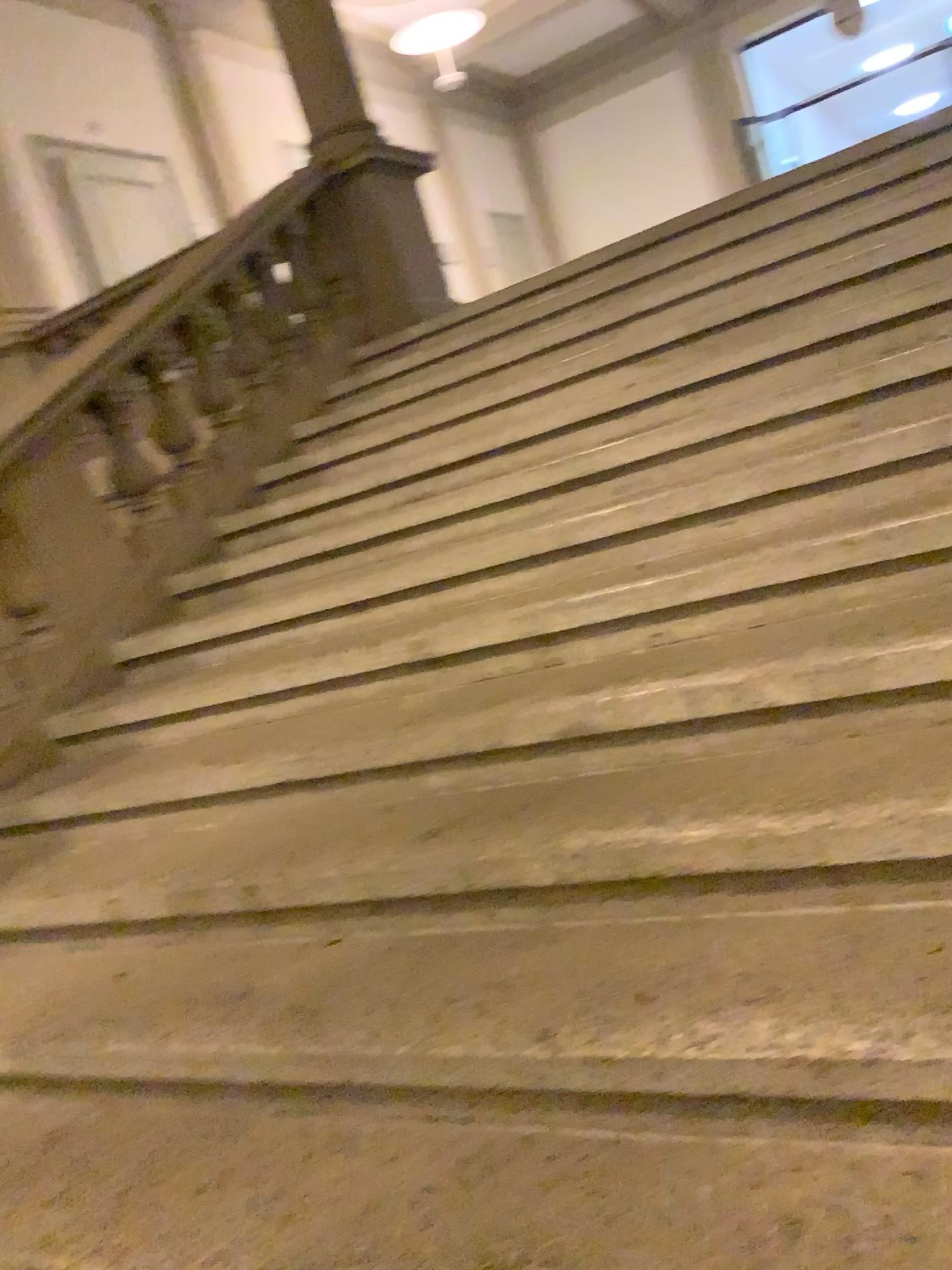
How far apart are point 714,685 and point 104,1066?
1.39m

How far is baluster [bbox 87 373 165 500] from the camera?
3.69m

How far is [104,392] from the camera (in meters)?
3.69
